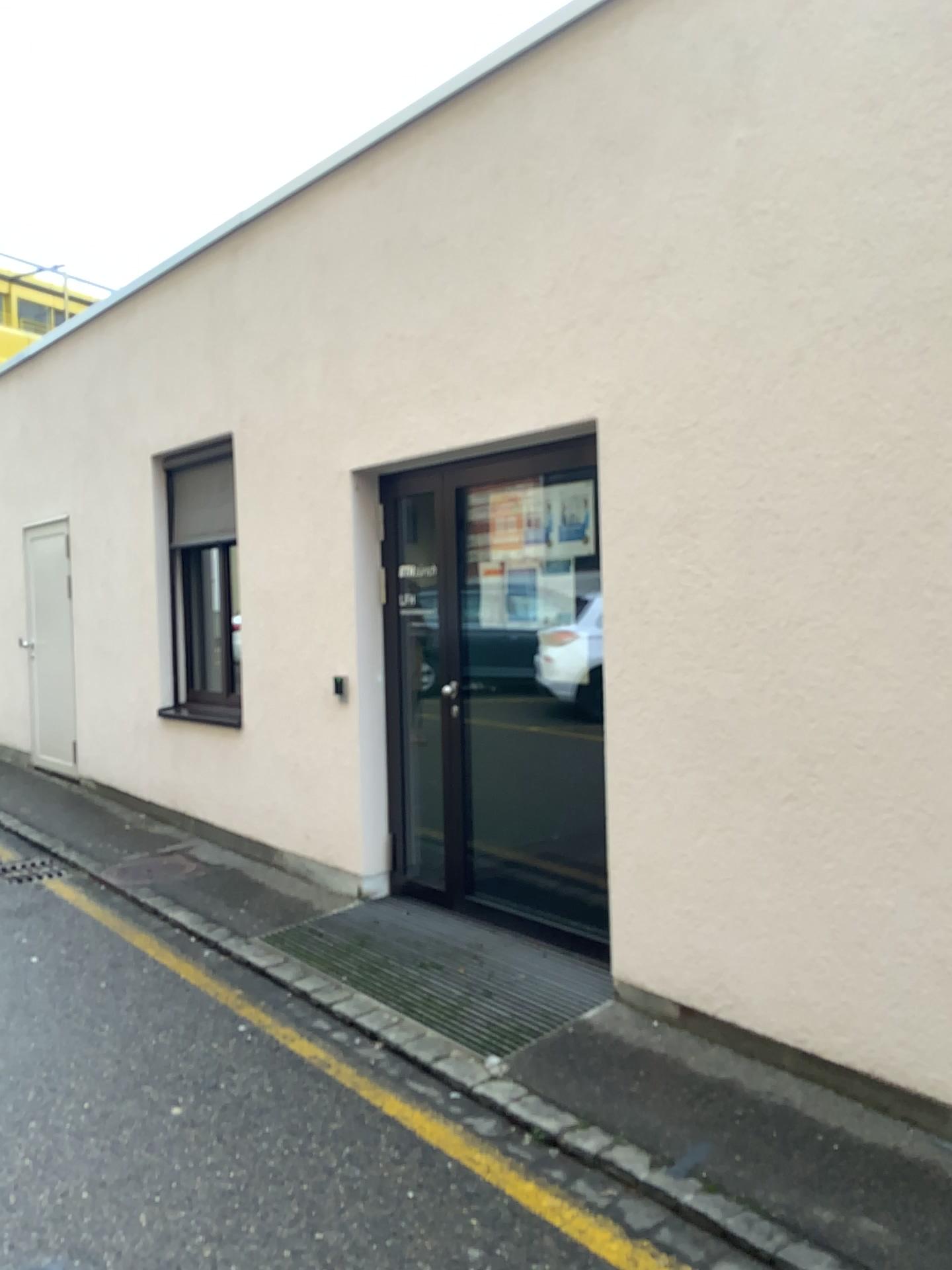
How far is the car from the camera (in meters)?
4.27

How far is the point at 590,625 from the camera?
4.27m

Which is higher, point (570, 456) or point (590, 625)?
point (570, 456)

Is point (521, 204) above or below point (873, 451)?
above
